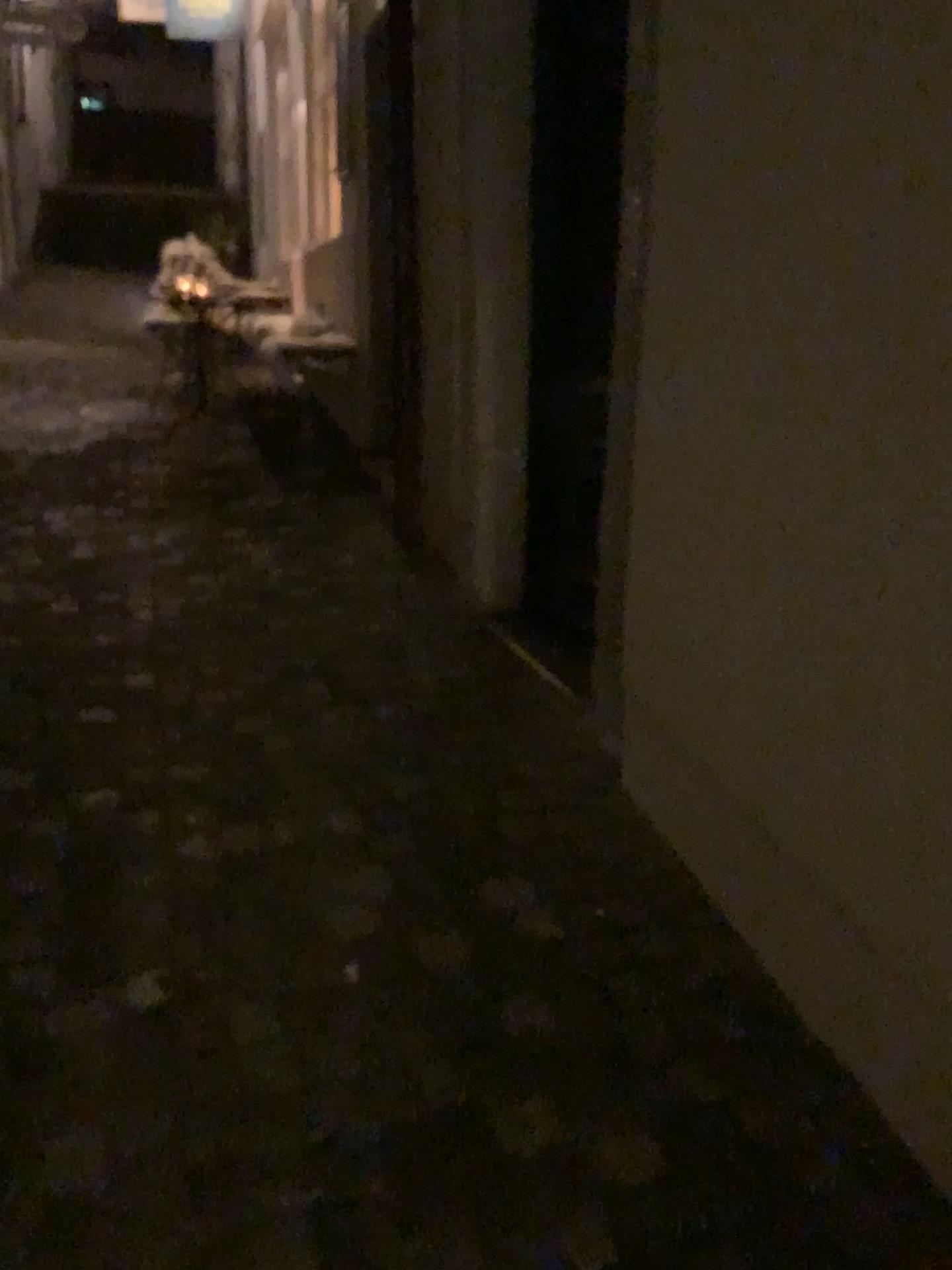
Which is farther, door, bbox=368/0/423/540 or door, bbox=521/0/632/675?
door, bbox=368/0/423/540

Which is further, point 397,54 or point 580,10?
point 397,54

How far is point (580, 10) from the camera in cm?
297

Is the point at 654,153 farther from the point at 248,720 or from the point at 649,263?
the point at 248,720

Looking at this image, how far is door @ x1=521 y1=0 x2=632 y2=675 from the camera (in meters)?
2.97
